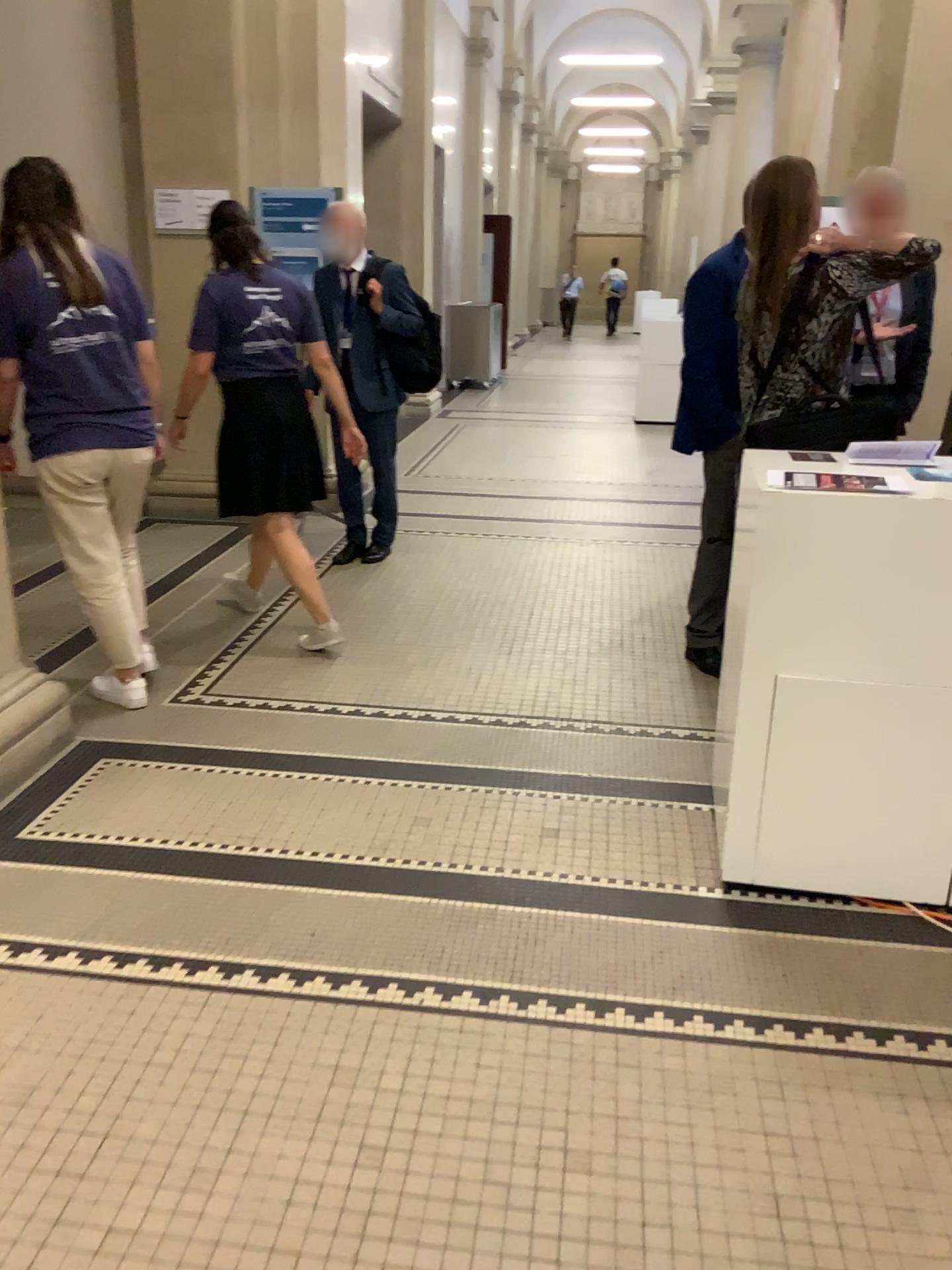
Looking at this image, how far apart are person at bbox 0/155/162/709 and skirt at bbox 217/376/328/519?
0.4 meters

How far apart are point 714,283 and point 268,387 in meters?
1.6

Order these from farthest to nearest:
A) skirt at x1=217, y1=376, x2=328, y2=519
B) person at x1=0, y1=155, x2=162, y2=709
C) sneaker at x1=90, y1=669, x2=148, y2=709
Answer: skirt at x1=217, y1=376, x2=328, y2=519 < sneaker at x1=90, y1=669, x2=148, y2=709 < person at x1=0, y1=155, x2=162, y2=709

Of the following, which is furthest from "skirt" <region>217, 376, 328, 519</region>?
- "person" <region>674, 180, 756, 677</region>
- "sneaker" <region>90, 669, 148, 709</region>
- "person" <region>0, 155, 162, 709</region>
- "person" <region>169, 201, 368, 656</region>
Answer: "person" <region>674, 180, 756, 677</region>

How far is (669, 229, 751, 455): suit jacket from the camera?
3.7 meters

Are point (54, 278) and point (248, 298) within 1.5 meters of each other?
yes

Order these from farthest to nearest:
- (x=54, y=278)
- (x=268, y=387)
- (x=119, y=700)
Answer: (x=268, y=387)
(x=119, y=700)
(x=54, y=278)

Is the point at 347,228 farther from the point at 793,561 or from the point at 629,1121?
the point at 629,1121

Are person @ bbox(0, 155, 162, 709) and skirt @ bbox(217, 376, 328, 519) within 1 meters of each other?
yes

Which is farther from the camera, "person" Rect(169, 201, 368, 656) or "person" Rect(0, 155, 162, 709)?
"person" Rect(169, 201, 368, 656)
